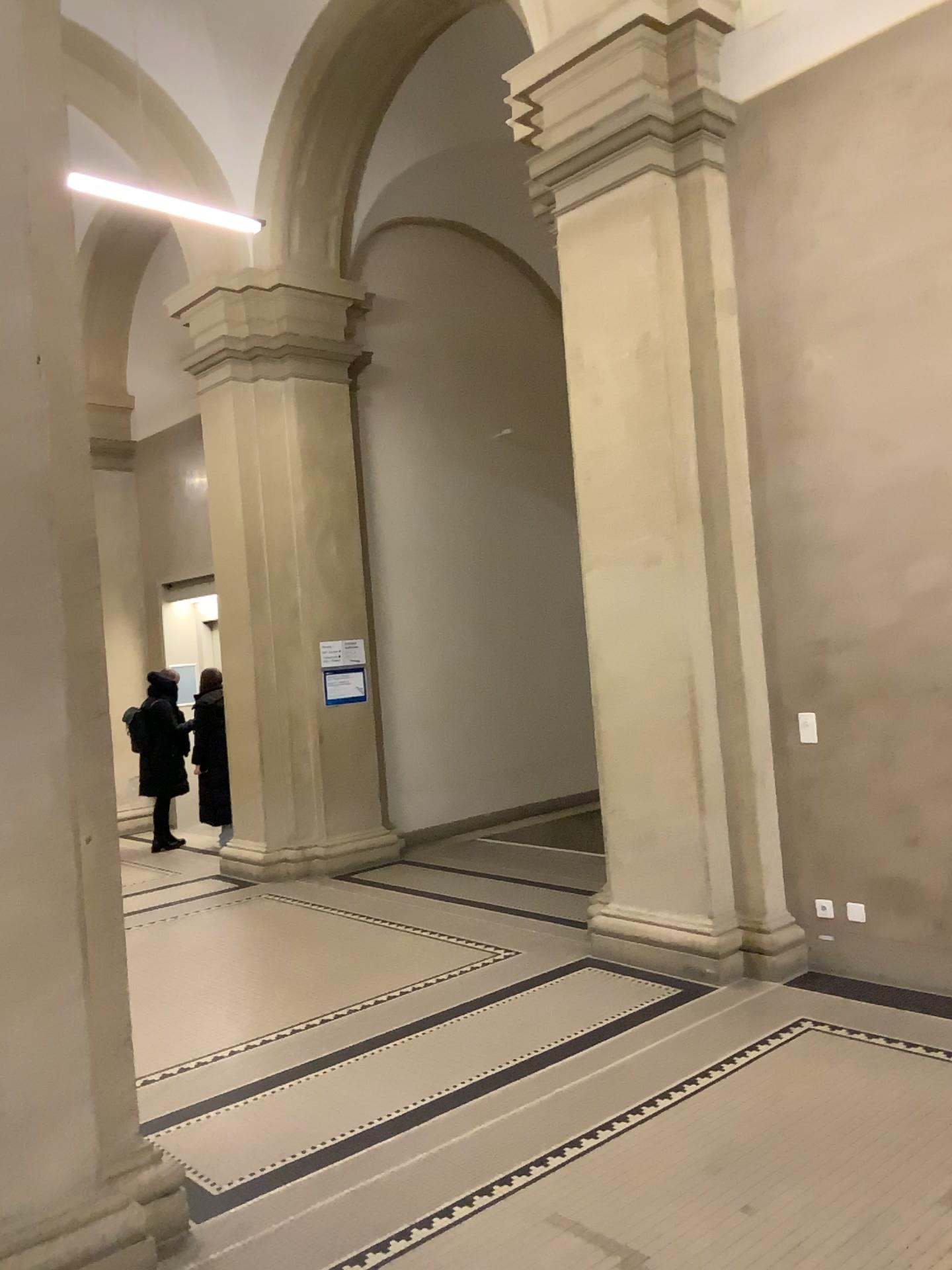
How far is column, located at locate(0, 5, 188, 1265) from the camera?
2.8m

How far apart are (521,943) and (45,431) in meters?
3.9

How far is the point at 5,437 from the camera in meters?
2.8 m
